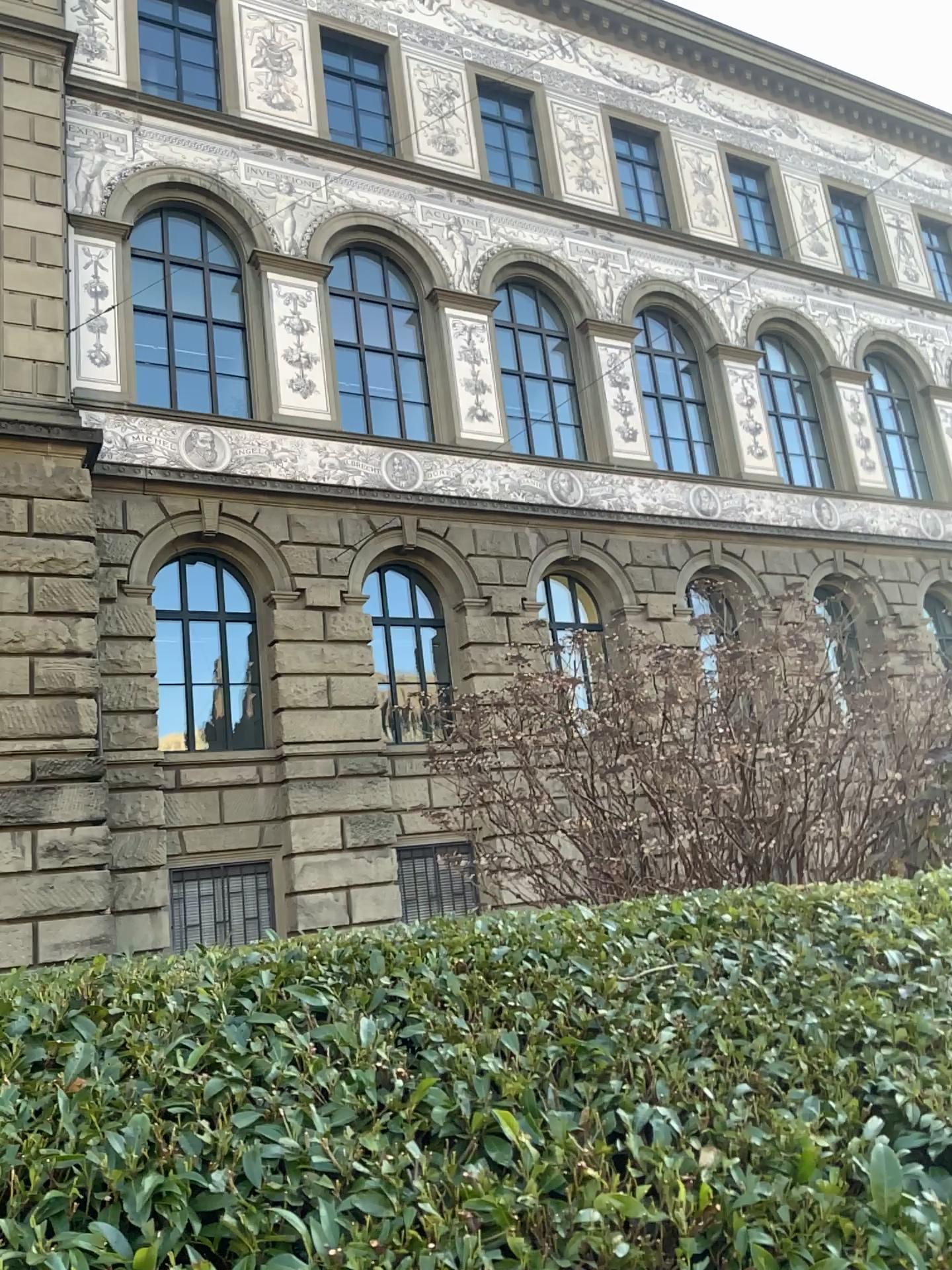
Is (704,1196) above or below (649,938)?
below
